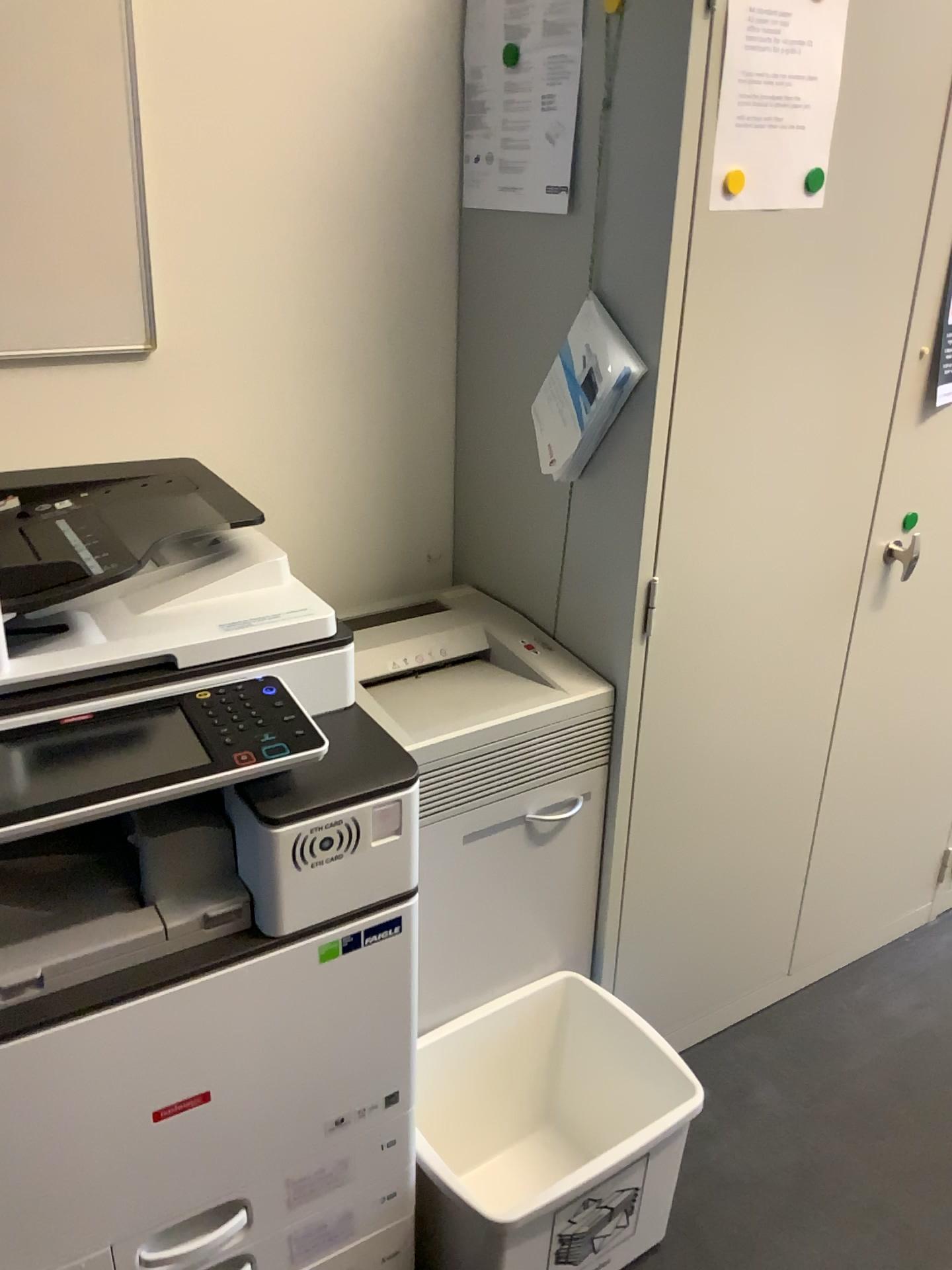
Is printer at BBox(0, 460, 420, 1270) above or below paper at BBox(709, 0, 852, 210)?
below

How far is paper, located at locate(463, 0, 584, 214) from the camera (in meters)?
1.44

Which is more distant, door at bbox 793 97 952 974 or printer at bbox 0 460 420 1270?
door at bbox 793 97 952 974

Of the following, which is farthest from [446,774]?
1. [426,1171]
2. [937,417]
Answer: [937,417]

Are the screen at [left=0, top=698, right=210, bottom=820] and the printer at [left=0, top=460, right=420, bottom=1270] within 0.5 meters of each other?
yes

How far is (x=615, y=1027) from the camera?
1.7m

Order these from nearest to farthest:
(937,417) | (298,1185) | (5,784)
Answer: (5,784) < (298,1185) < (937,417)

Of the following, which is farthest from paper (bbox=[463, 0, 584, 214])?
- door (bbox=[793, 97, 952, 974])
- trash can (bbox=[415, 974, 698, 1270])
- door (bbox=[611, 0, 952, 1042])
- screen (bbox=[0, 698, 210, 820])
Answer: trash can (bbox=[415, 974, 698, 1270])

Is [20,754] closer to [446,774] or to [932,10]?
[446,774]

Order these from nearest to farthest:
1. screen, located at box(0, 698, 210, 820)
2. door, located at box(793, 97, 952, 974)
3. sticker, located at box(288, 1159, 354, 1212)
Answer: screen, located at box(0, 698, 210, 820) → sticker, located at box(288, 1159, 354, 1212) → door, located at box(793, 97, 952, 974)
